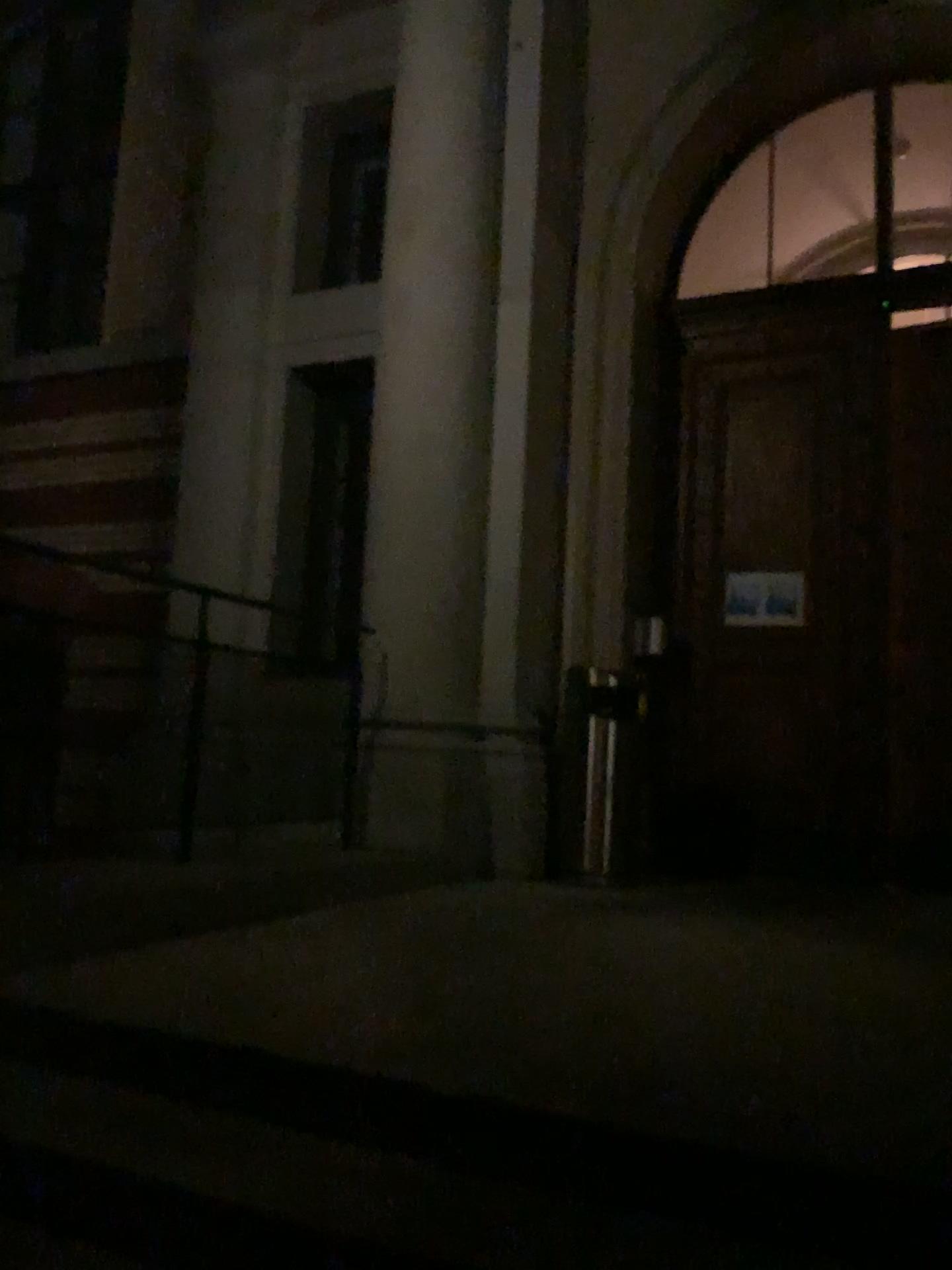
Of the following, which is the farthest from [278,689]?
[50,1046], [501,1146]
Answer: [501,1146]
